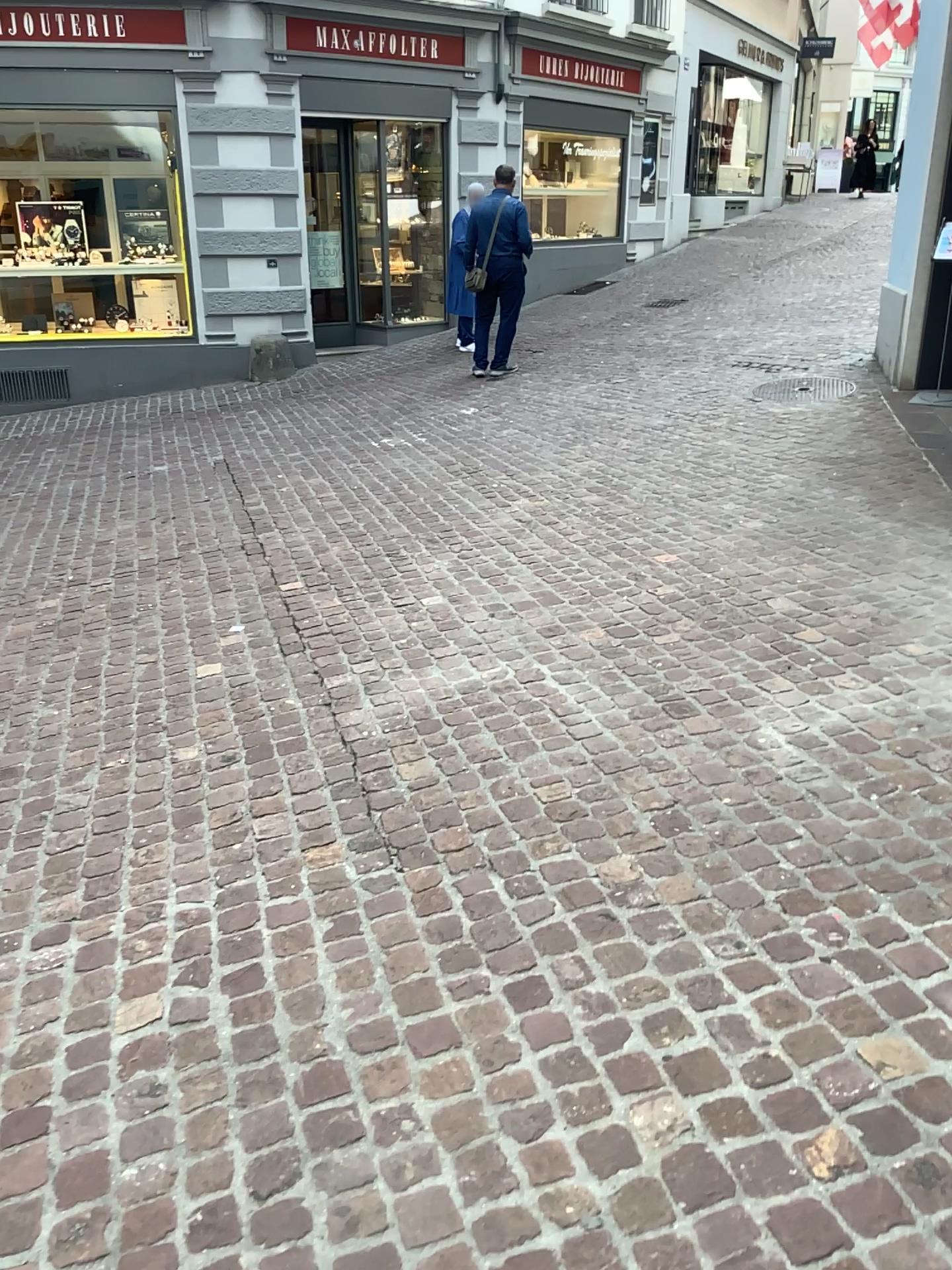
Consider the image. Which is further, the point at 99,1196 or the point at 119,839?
the point at 119,839
